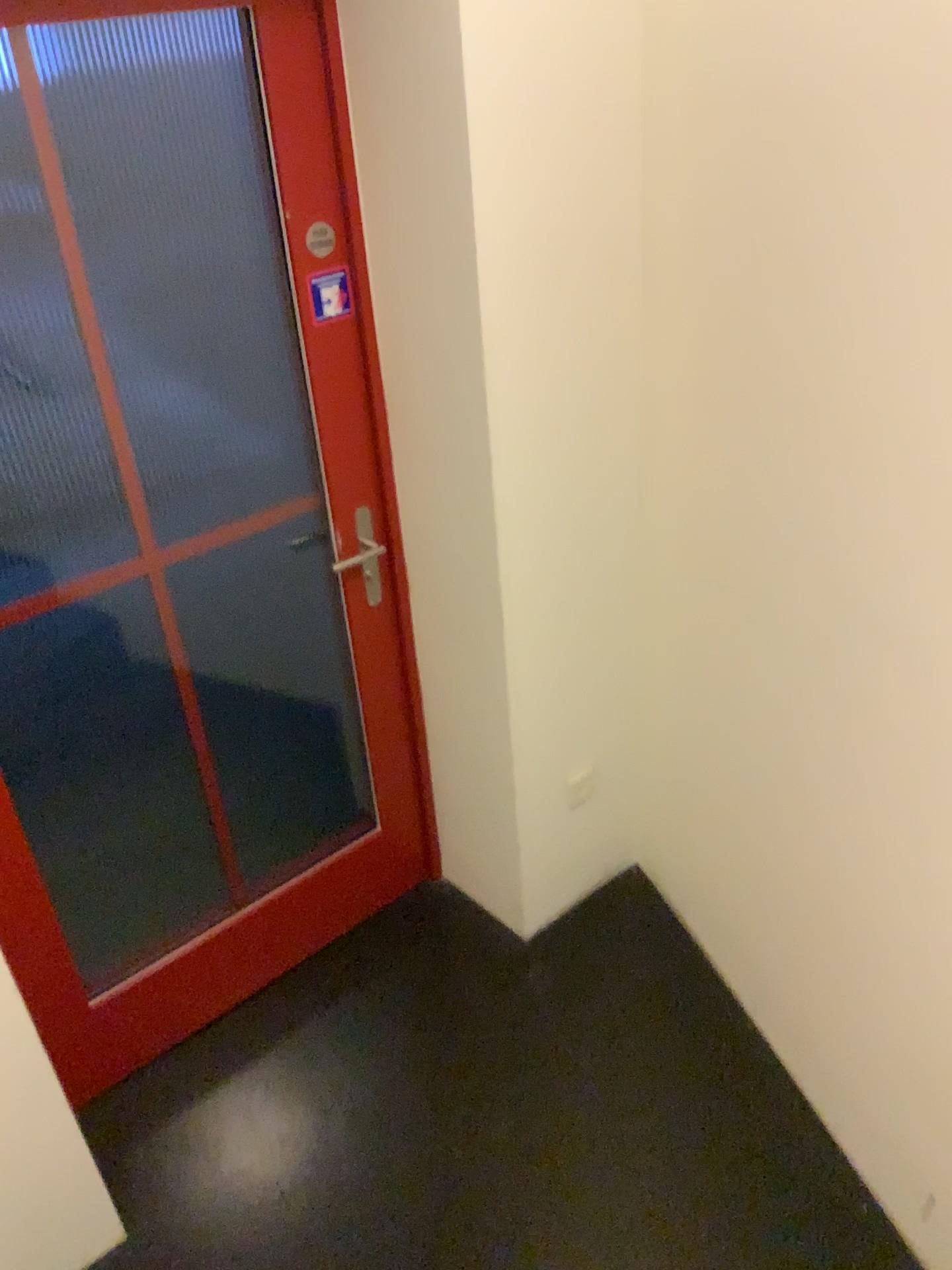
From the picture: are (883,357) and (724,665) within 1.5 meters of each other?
yes
